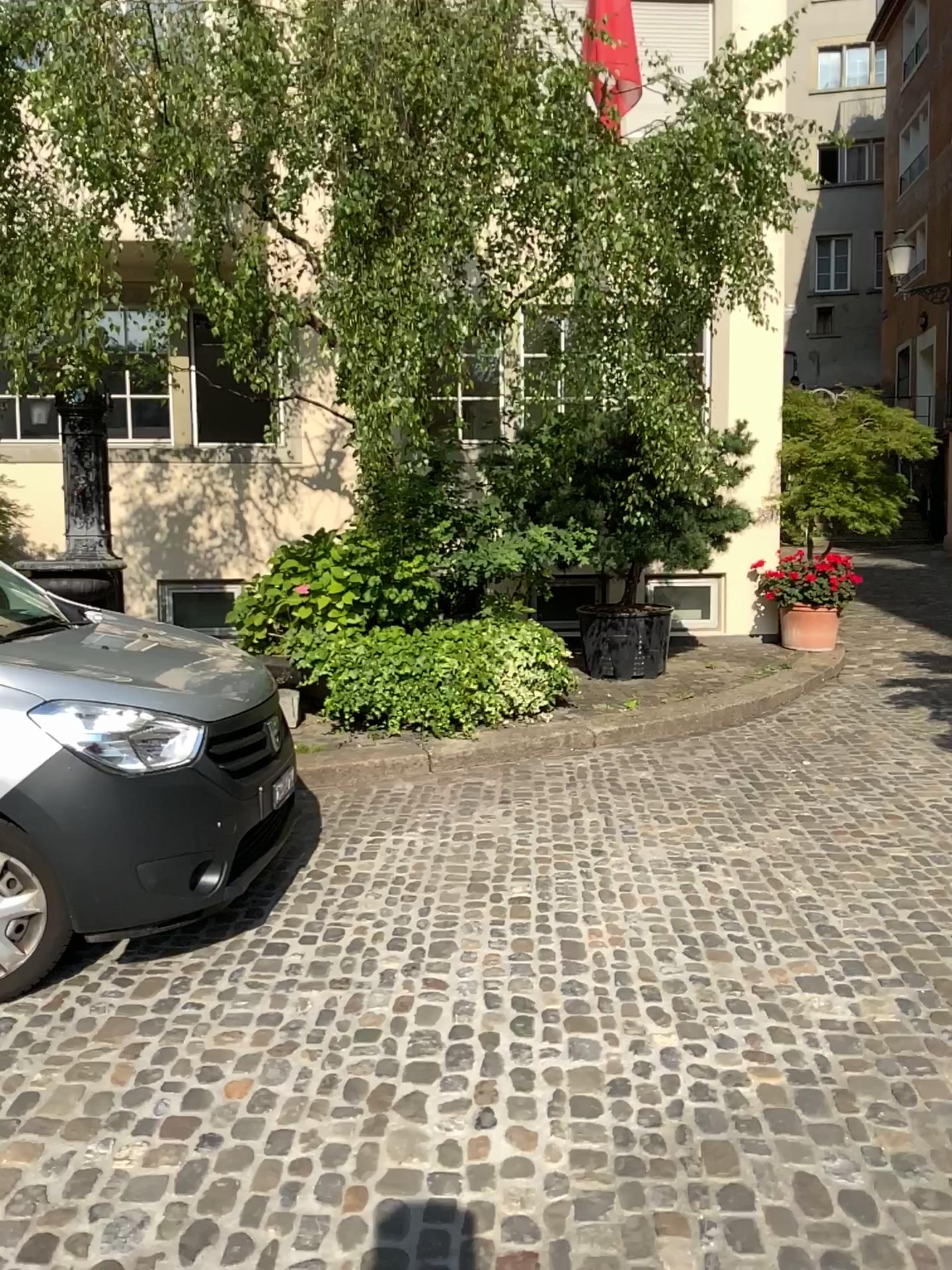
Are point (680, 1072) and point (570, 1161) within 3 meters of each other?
yes
